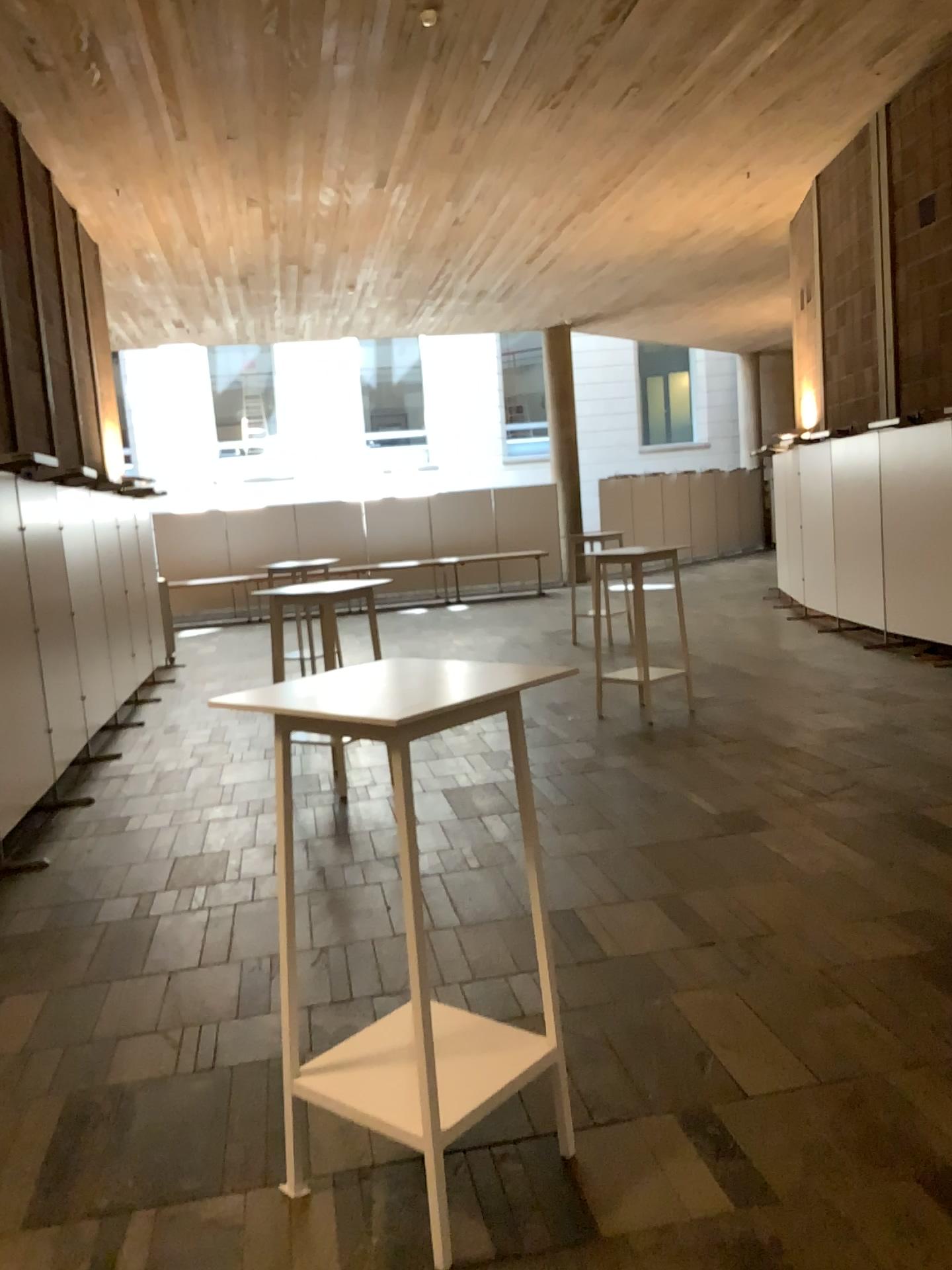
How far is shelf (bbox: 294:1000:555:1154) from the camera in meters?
2.2 m

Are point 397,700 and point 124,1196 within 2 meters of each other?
yes

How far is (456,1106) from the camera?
2.2m

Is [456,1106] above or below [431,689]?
below
